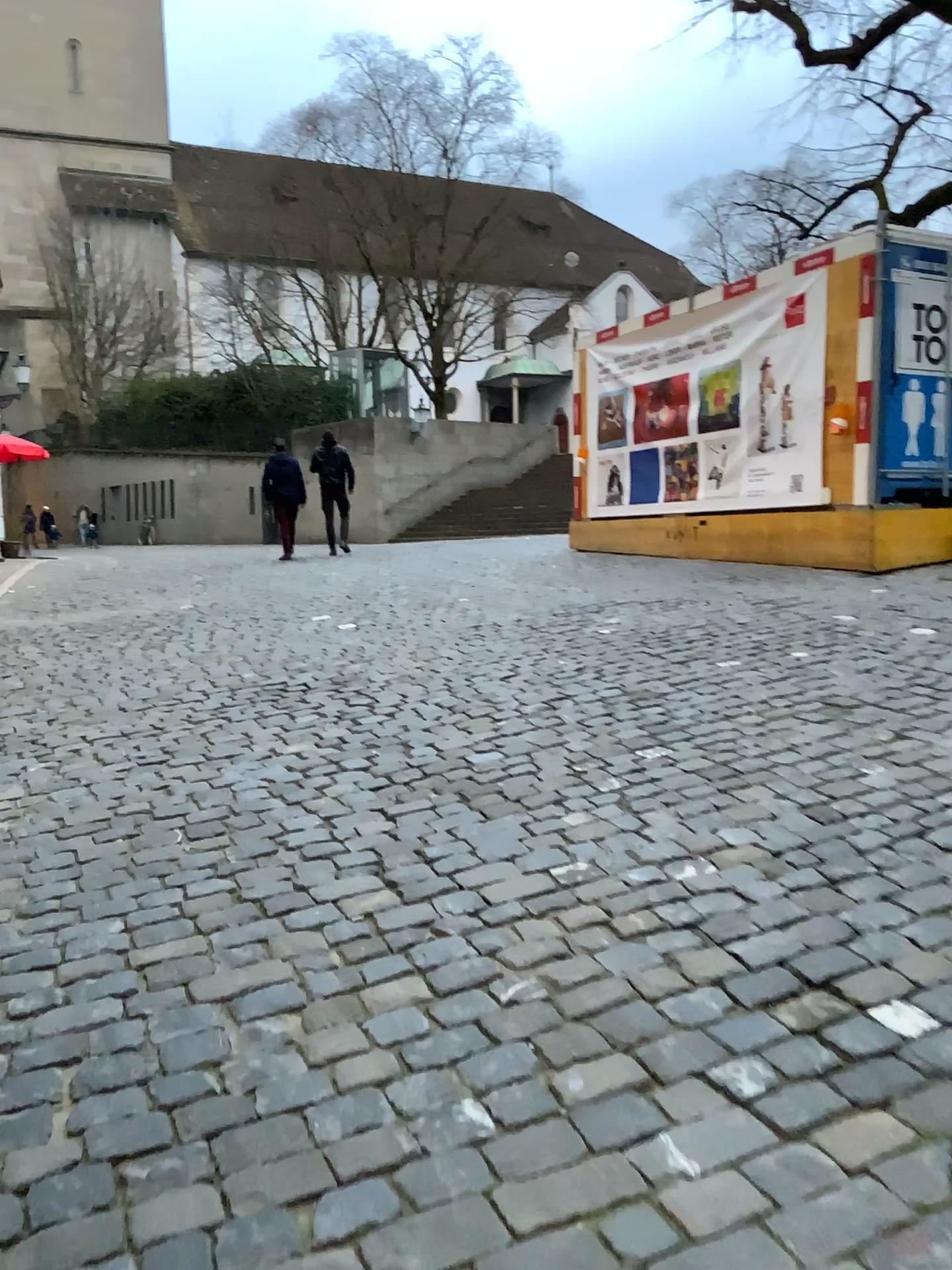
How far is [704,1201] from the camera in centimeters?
179cm
